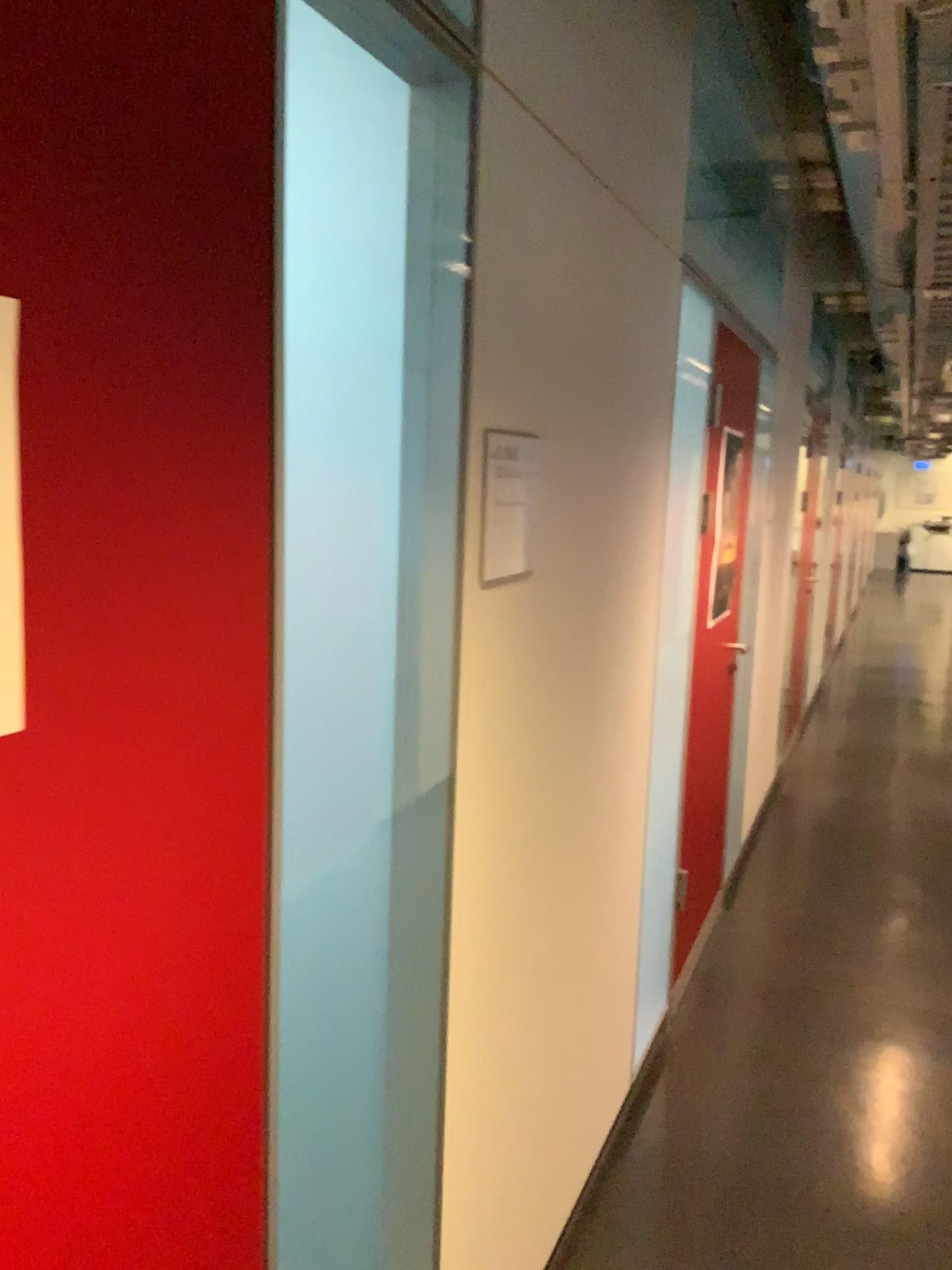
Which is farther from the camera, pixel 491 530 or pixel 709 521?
pixel 709 521

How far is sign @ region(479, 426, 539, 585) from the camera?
1.5m

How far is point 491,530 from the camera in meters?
1.5 m

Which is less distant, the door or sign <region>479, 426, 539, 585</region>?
sign <region>479, 426, 539, 585</region>

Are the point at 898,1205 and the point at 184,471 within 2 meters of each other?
no

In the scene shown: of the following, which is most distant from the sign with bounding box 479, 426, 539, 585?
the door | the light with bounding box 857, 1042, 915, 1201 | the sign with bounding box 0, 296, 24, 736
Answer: the light with bounding box 857, 1042, 915, 1201

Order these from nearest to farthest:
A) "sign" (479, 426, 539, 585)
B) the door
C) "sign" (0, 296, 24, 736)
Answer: "sign" (0, 296, 24, 736) < "sign" (479, 426, 539, 585) < the door

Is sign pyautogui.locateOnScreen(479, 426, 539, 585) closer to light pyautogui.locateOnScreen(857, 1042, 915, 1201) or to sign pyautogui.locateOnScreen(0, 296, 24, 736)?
sign pyautogui.locateOnScreen(0, 296, 24, 736)

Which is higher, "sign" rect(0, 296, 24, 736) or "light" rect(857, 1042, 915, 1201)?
"sign" rect(0, 296, 24, 736)

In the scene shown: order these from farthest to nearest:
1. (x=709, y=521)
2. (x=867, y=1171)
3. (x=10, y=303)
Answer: (x=709, y=521), (x=867, y=1171), (x=10, y=303)
